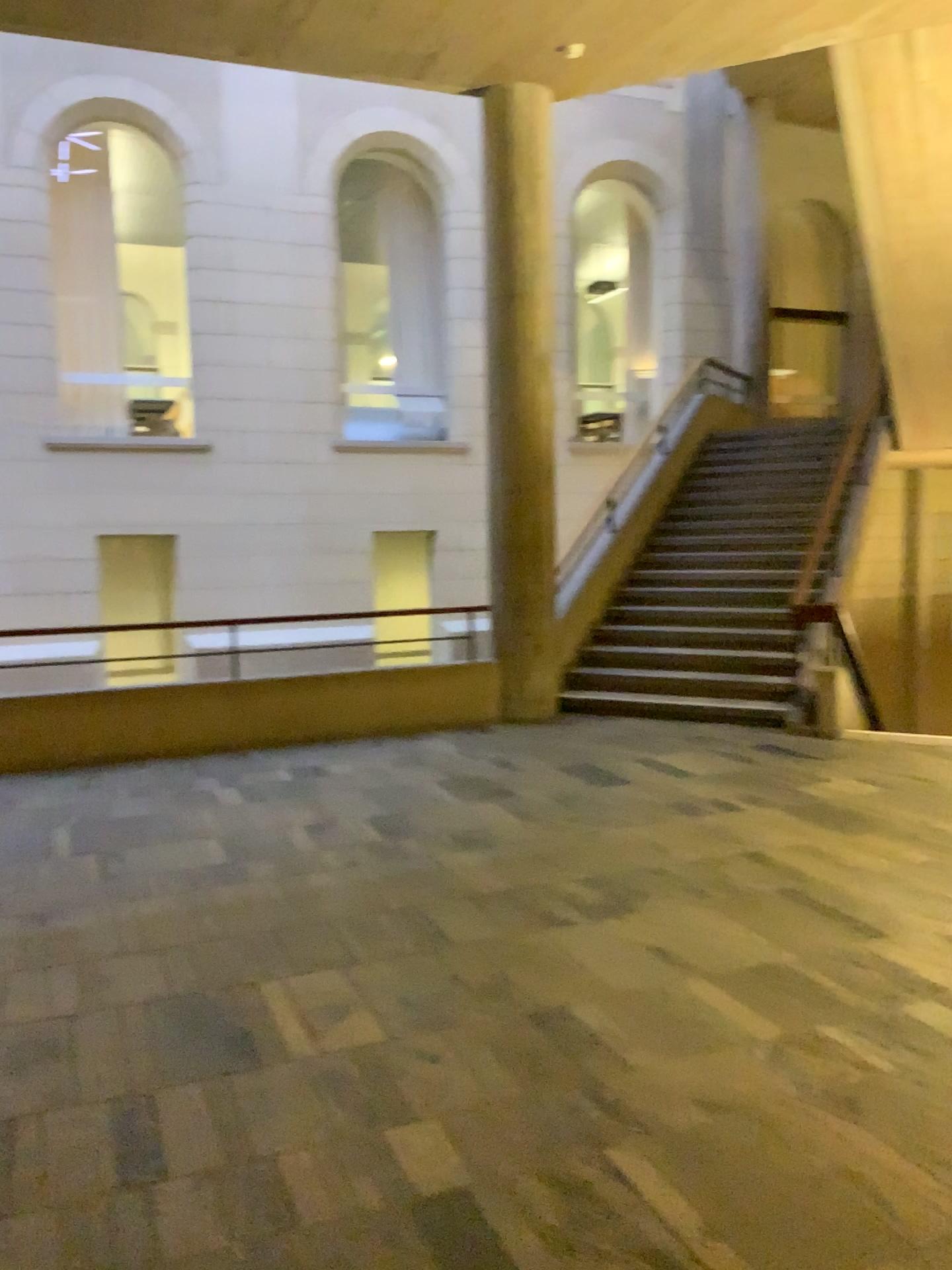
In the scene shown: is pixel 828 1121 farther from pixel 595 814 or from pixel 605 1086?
pixel 595 814
